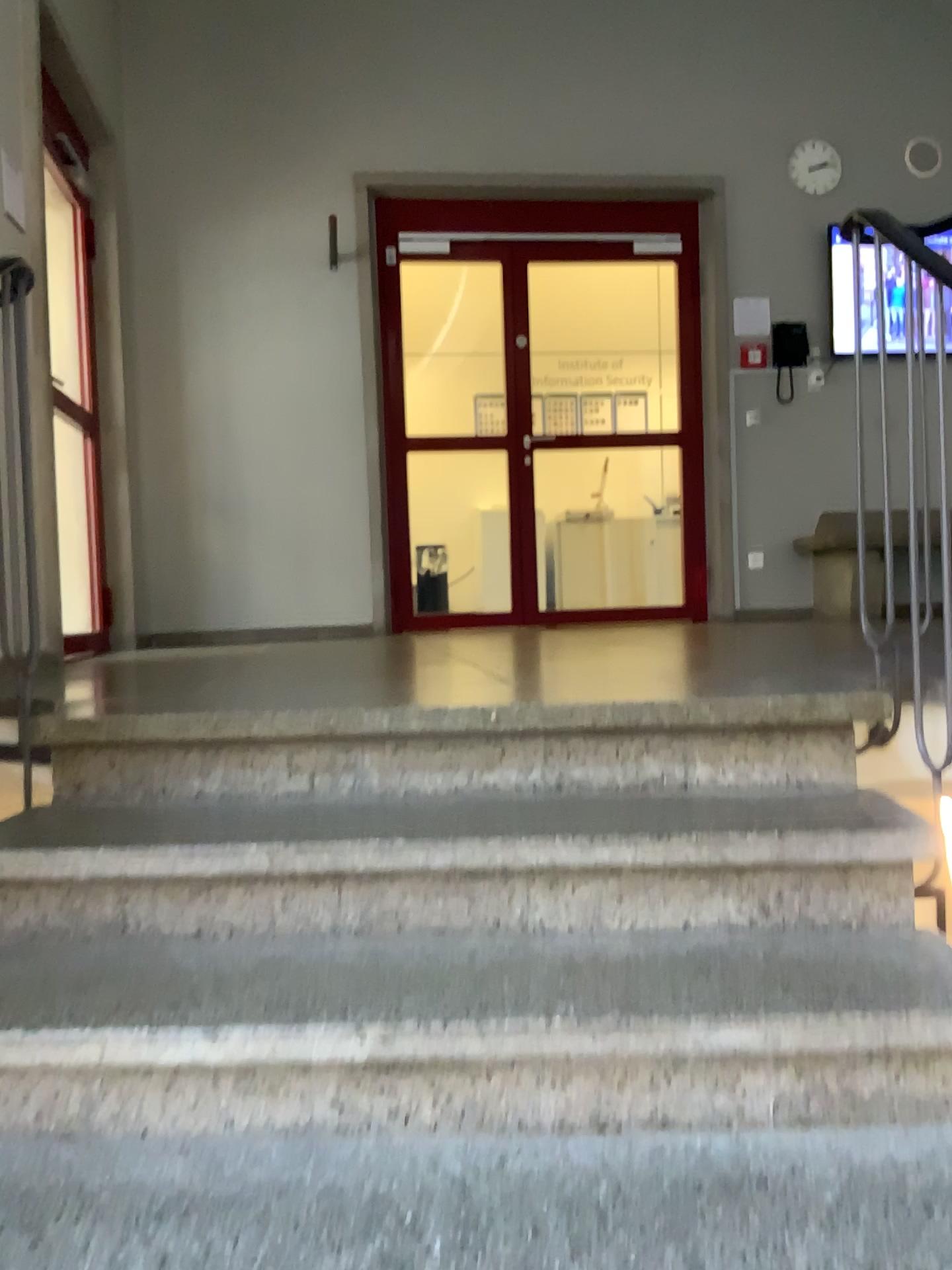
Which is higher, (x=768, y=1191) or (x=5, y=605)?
(x=5, y=605)

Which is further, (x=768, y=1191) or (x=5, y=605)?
(x=5, y=605)

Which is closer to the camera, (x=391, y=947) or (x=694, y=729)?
(x=391, y=947)

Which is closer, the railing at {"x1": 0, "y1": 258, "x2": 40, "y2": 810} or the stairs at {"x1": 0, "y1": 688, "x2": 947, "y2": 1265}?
the stairs at {"x1": 0, "y1": 688, "x2": 947, "y2": 1265}
